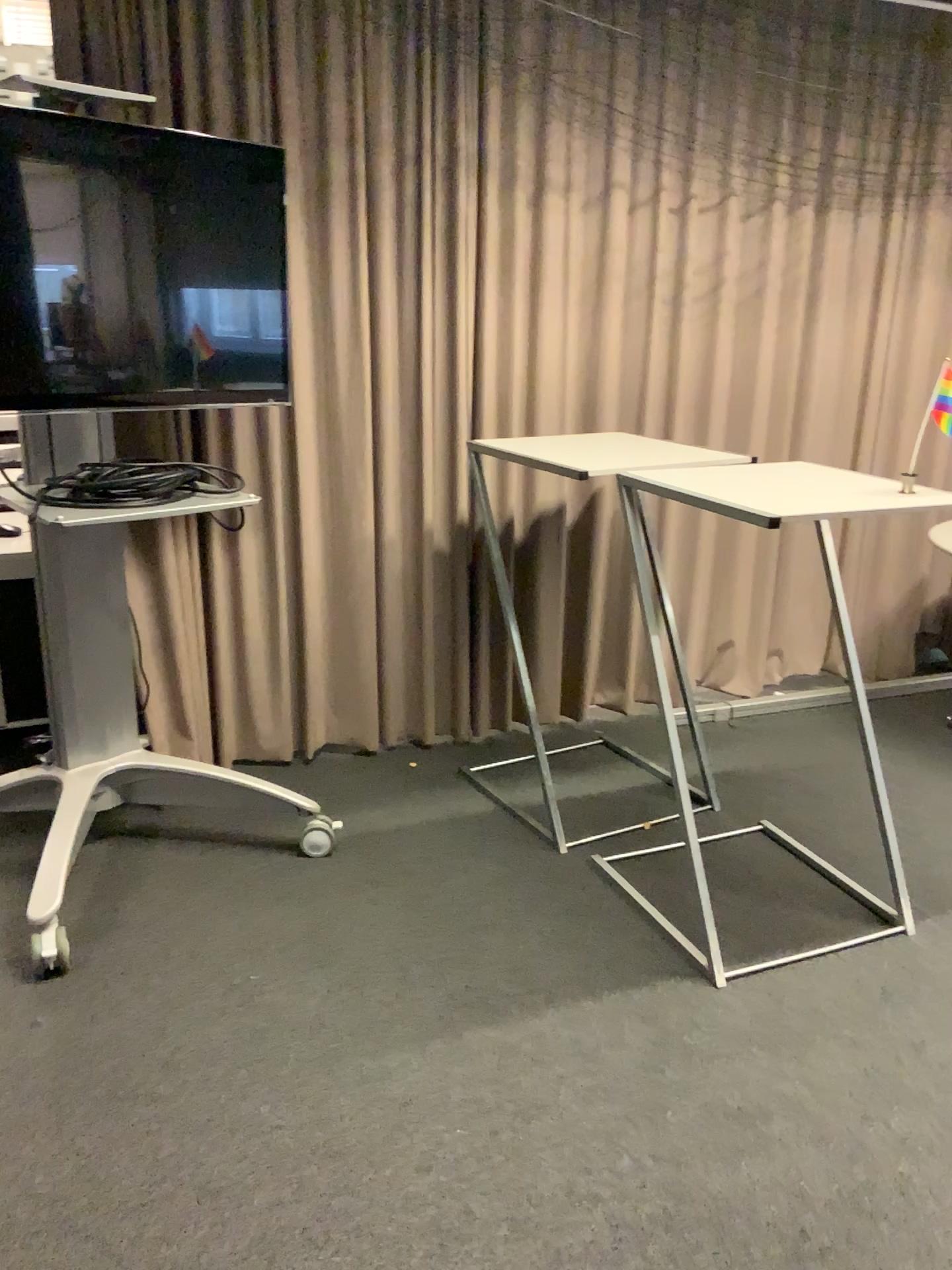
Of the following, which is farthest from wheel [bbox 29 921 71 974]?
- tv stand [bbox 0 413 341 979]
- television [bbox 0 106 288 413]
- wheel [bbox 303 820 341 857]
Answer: television [bbox 0 106 288 413]

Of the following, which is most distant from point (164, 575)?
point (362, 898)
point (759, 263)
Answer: point (759, 263)

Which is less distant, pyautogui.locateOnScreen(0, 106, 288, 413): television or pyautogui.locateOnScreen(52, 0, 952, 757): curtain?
pyautogui.locateOnScreen(0, 106, 288, 413): television

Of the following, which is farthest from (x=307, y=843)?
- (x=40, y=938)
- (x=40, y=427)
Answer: (x=40, y=427)

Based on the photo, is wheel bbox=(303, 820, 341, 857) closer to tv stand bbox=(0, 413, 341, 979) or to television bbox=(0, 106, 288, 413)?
tv stand bbox=(0, 413, 341, 979)

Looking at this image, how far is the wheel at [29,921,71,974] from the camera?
2.3m

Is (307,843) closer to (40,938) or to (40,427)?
(40,938)

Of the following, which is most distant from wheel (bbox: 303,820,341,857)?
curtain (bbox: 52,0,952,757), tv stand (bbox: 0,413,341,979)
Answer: curtain (bbox: 52,0,952,757)

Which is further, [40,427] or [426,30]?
[426,30]

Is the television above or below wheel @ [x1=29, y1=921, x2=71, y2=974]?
above
